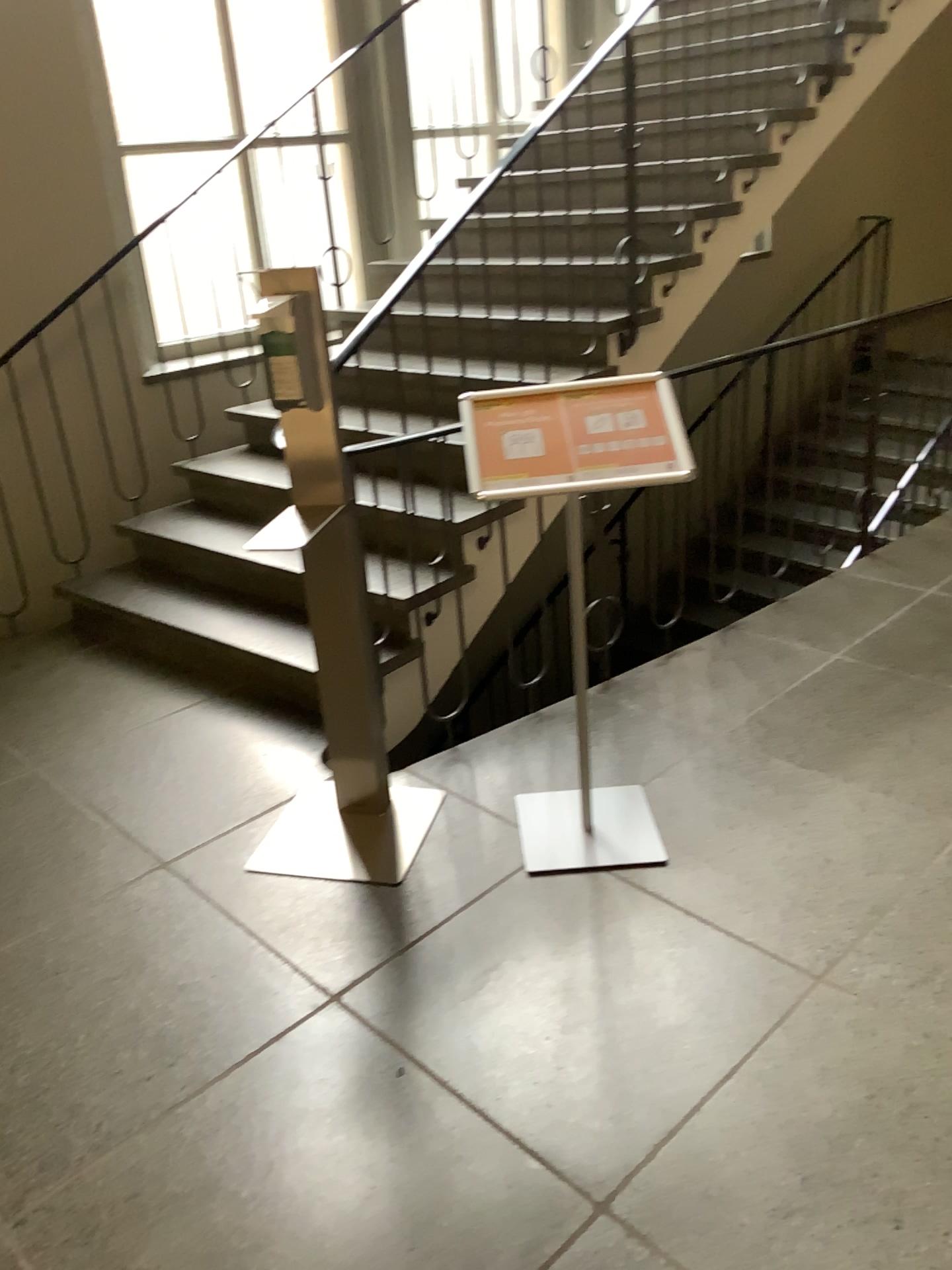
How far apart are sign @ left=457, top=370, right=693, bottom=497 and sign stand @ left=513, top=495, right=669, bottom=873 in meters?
0.9 m

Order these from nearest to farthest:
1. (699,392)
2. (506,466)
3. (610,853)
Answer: (506,466) → (610,853) → (699,392)

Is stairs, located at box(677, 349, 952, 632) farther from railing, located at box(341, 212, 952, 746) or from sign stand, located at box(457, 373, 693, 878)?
sign stand, located at box(457, 373, 693, 878)

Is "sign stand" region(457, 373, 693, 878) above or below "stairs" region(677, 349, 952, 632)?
above

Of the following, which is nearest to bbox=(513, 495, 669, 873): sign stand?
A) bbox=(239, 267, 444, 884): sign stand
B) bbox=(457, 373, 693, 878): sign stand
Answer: bbox=(239, 267, 444, 884): sign stand

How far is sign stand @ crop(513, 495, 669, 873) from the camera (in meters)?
2.46

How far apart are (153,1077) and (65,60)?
3.7 meters

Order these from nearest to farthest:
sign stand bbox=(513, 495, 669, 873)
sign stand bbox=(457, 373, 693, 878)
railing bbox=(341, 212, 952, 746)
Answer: sign stand bbox=(457, 373, 693, 878) < sign stand bbox=(513, 495, 669, 873) < railing bbox=(341, 212, 952, 746)

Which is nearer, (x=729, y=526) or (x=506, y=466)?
(x=506, y=466)

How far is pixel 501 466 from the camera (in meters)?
2.14
